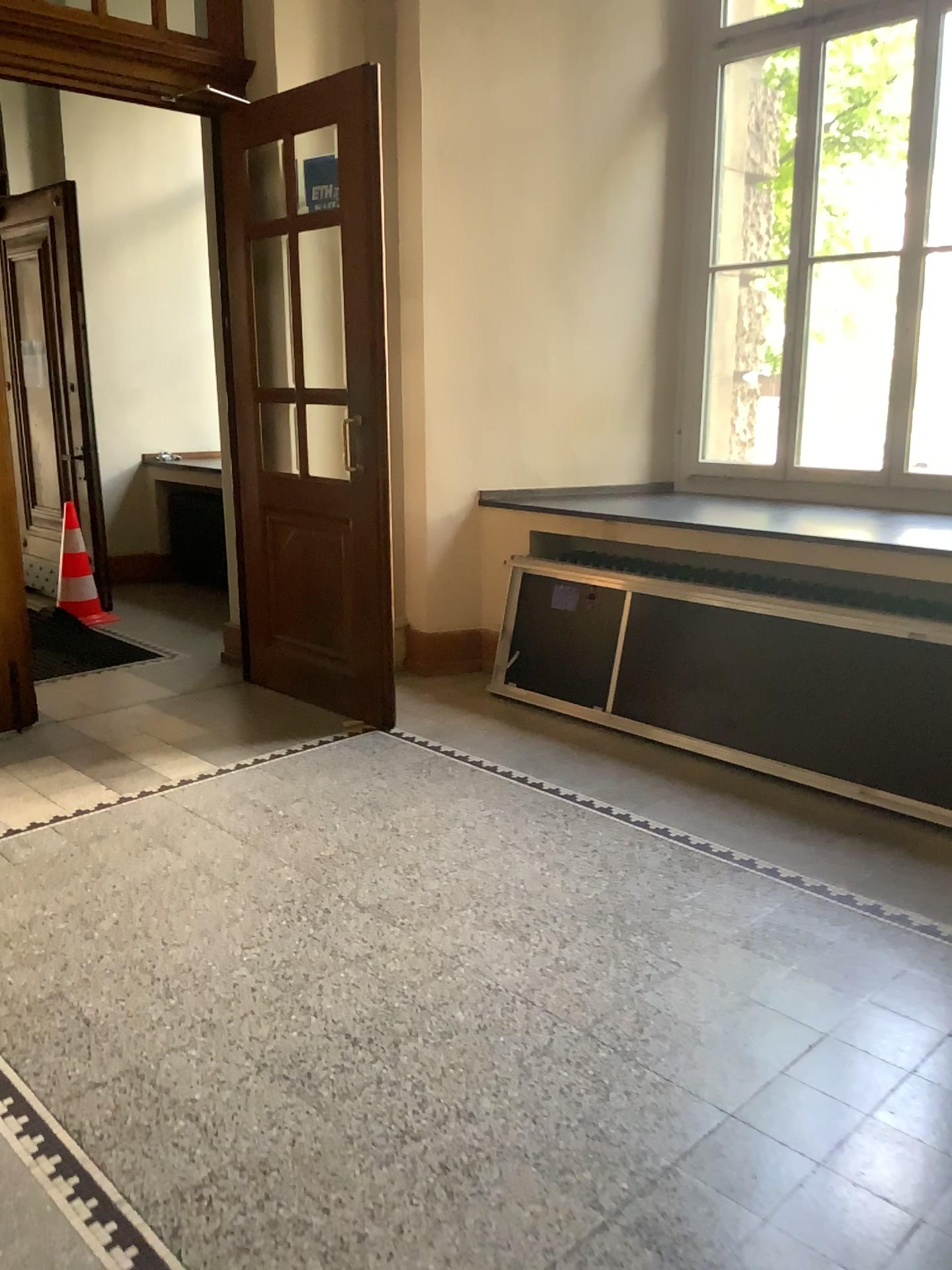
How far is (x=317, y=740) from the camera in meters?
4.4 m
